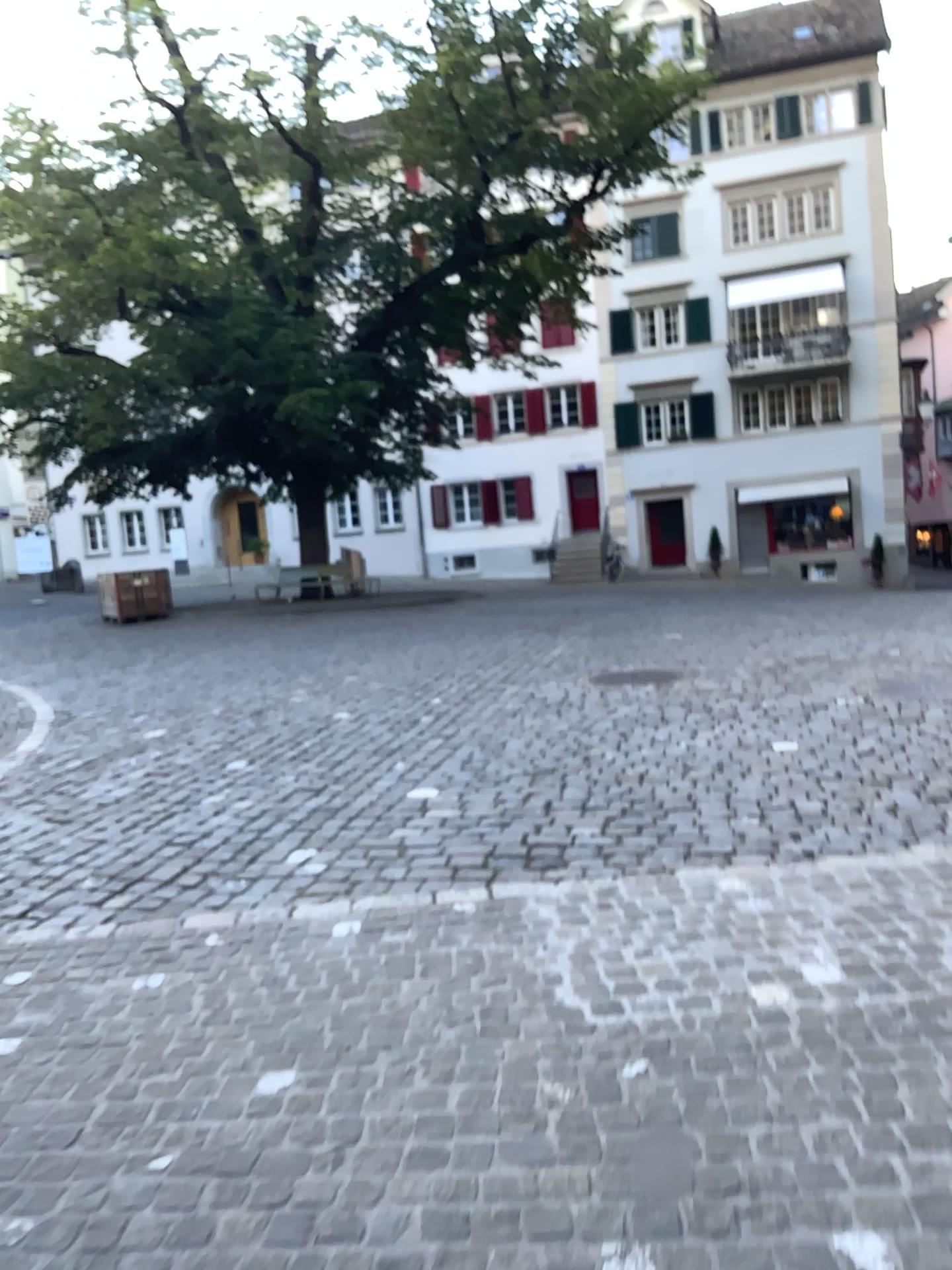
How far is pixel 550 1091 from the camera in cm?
252
